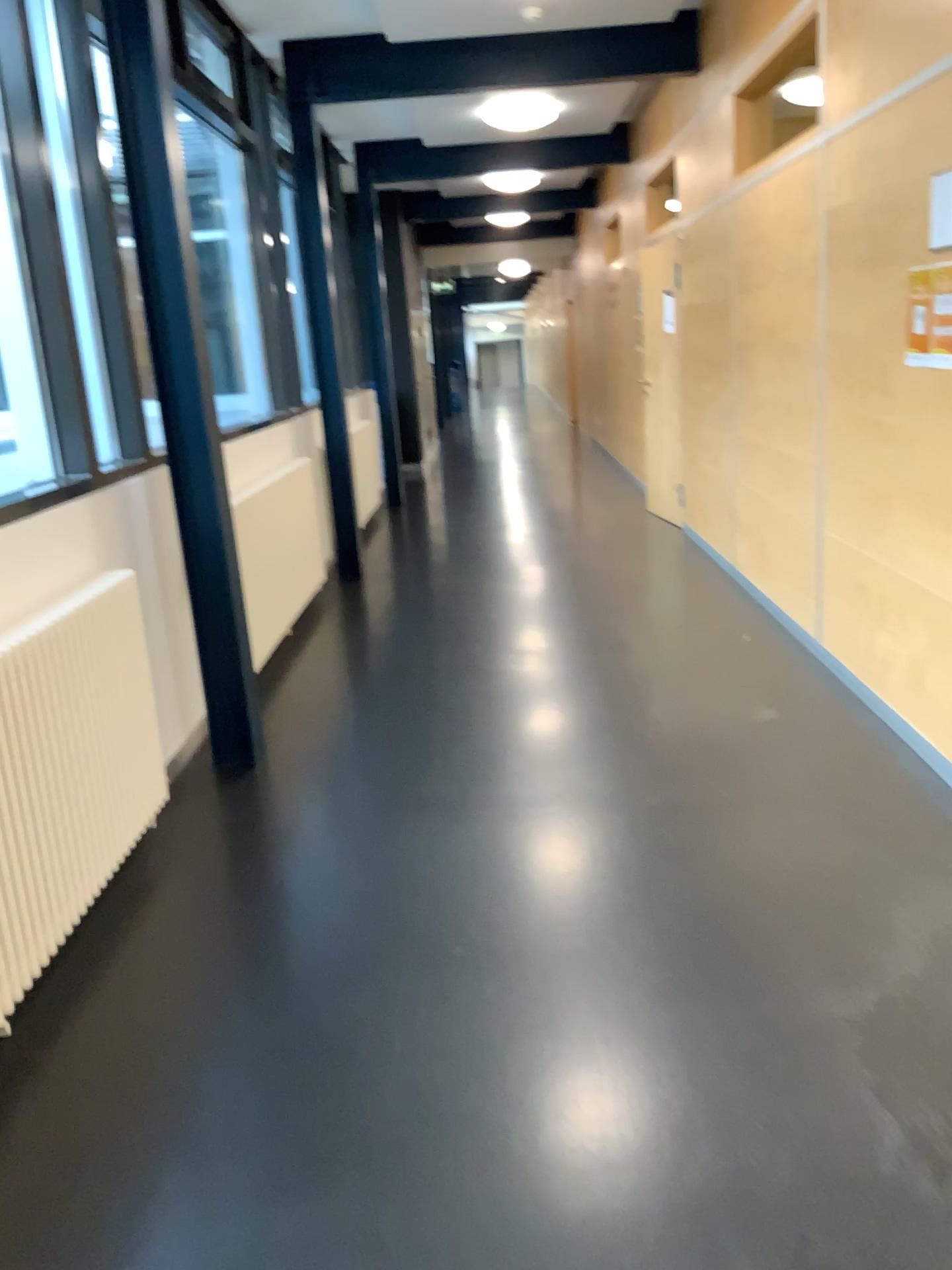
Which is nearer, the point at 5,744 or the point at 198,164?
the point at 5,744

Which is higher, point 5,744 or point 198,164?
point 198,164

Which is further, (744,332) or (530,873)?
(744,332)

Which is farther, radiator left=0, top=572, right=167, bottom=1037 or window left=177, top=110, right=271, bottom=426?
window left=177, top=110, right=271, bottom=426

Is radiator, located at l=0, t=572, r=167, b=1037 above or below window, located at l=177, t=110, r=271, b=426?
below
